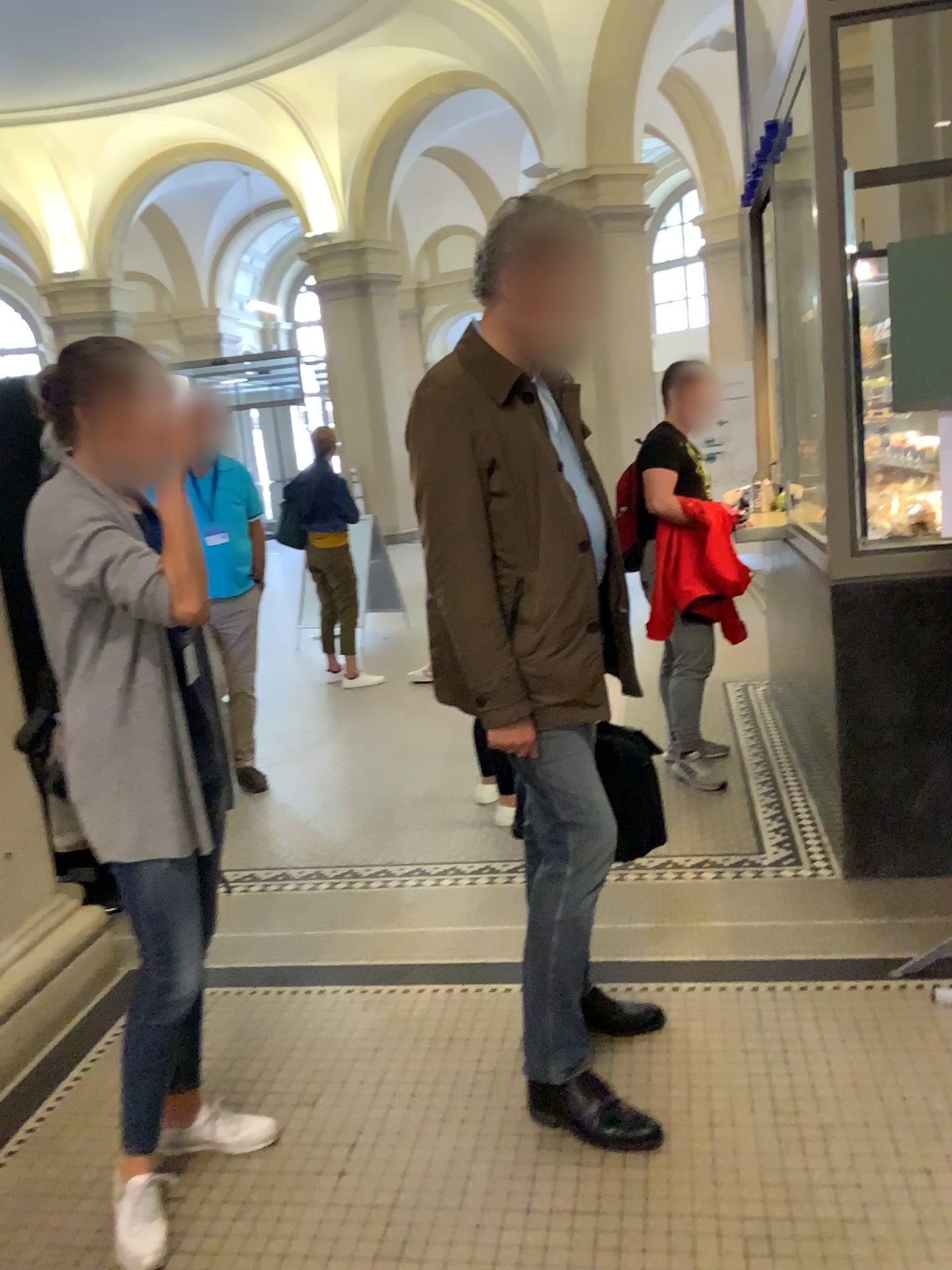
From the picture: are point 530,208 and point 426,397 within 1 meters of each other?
yes

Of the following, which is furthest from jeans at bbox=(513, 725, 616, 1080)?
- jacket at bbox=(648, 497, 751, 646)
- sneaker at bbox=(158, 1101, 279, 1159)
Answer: jacket at bbox=(648, 497, 751, 646)

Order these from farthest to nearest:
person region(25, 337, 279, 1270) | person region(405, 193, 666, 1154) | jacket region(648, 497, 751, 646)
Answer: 1. jacket region(648, 497, 751, 646)
2. person region(405, 193, 666, 1154)
3. person region(25, 337, 279, 1270)

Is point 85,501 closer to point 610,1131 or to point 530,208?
point 530,208

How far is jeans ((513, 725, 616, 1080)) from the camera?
2.2 meters

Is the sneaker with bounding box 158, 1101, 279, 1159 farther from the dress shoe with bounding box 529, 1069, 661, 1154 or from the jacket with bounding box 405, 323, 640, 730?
the jacket with bounding box 405, 323, 640, 730

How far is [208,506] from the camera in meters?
1.9 m

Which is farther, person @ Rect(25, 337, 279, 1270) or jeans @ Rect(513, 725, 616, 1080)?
jeans @ Rect(513, 725, 616, 1080)

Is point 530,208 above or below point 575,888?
above

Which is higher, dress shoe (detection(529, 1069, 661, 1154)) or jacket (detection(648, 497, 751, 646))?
jacket (detection(648, 497, 751, 646))
